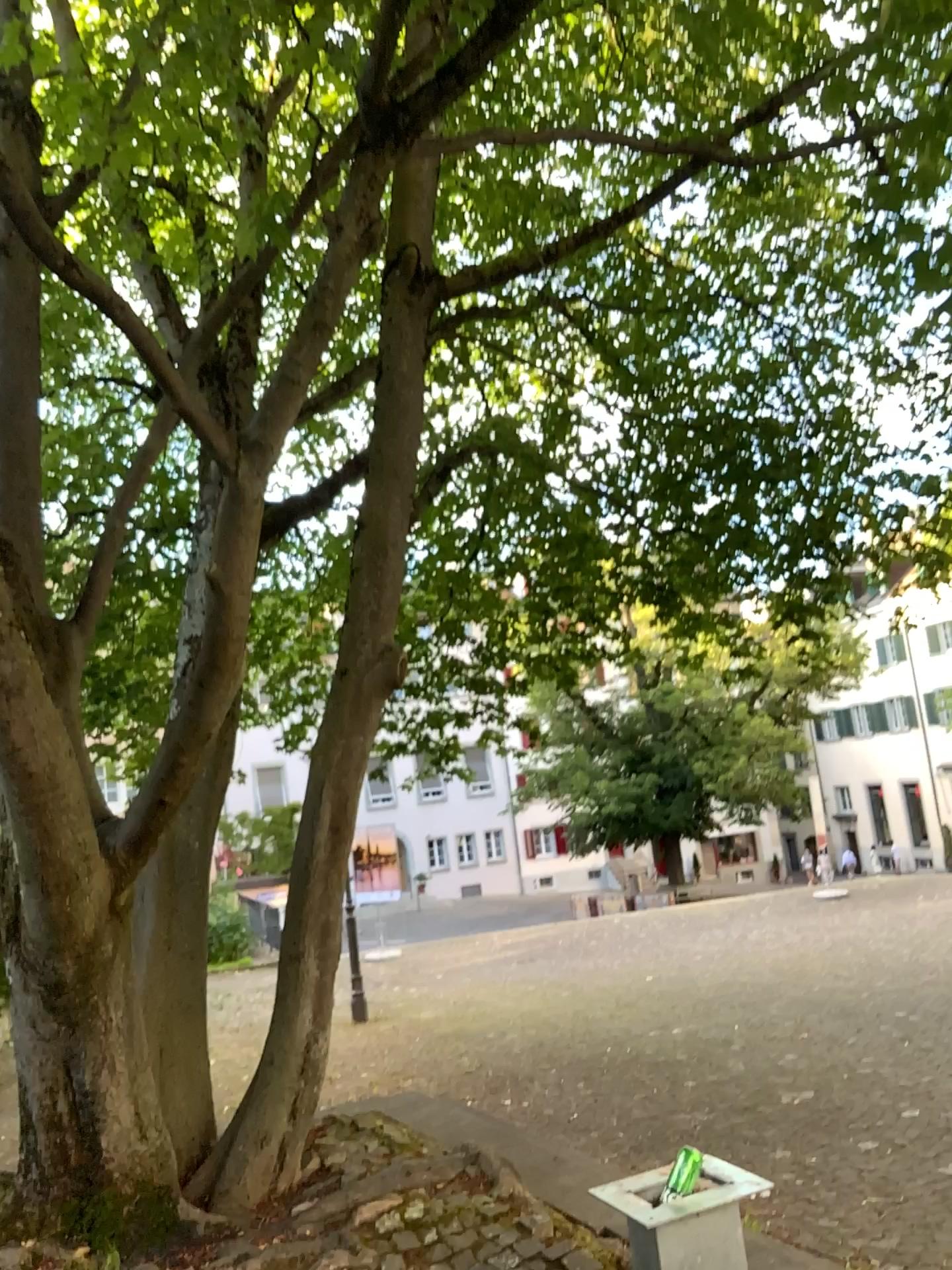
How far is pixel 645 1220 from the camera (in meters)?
2.64

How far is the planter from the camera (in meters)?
2.64

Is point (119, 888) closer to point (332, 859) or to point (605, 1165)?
point (332, 859)
